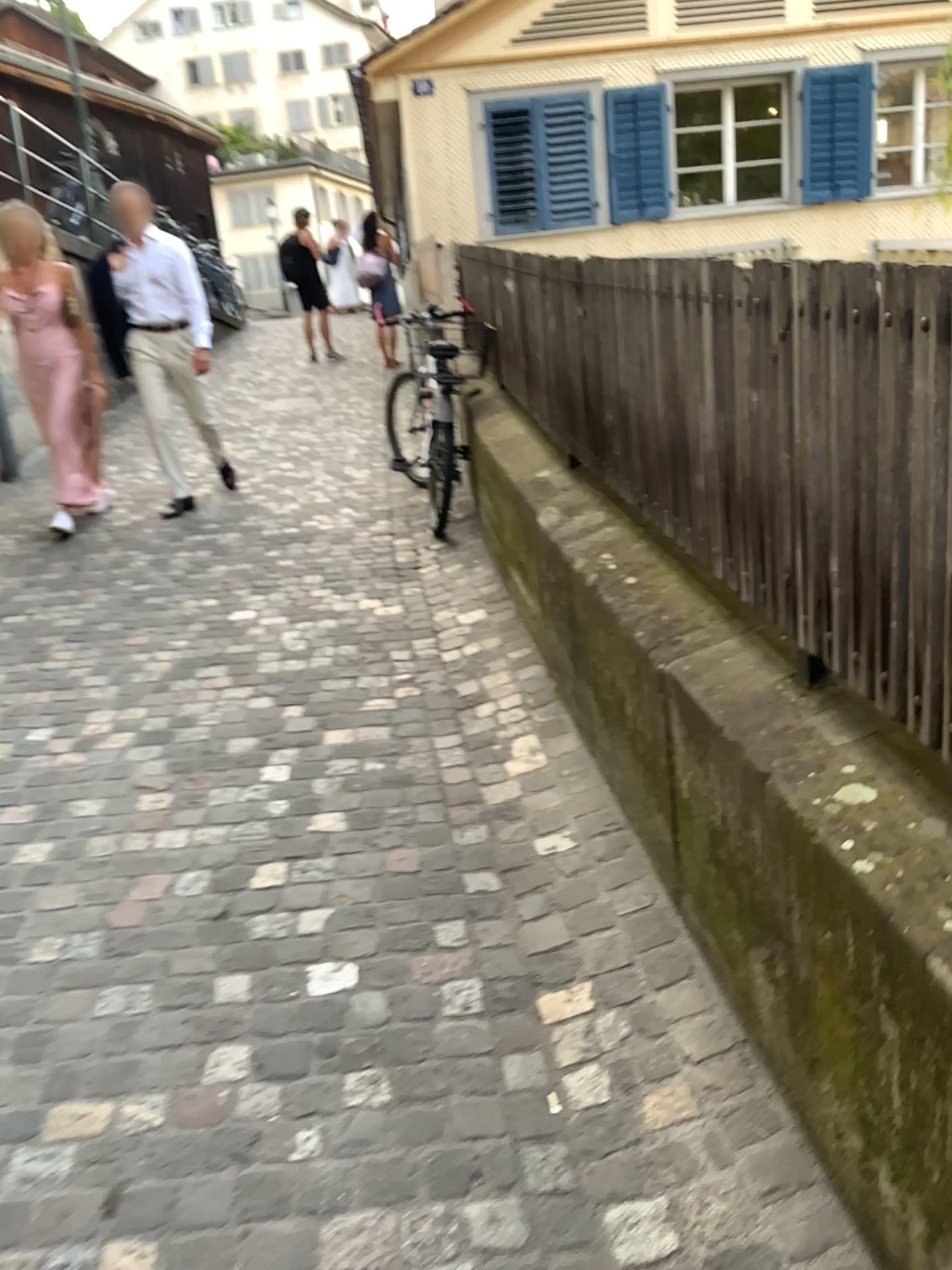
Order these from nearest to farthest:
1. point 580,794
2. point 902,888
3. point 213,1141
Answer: point 902,888 → point 213,1141 → point 580,794
